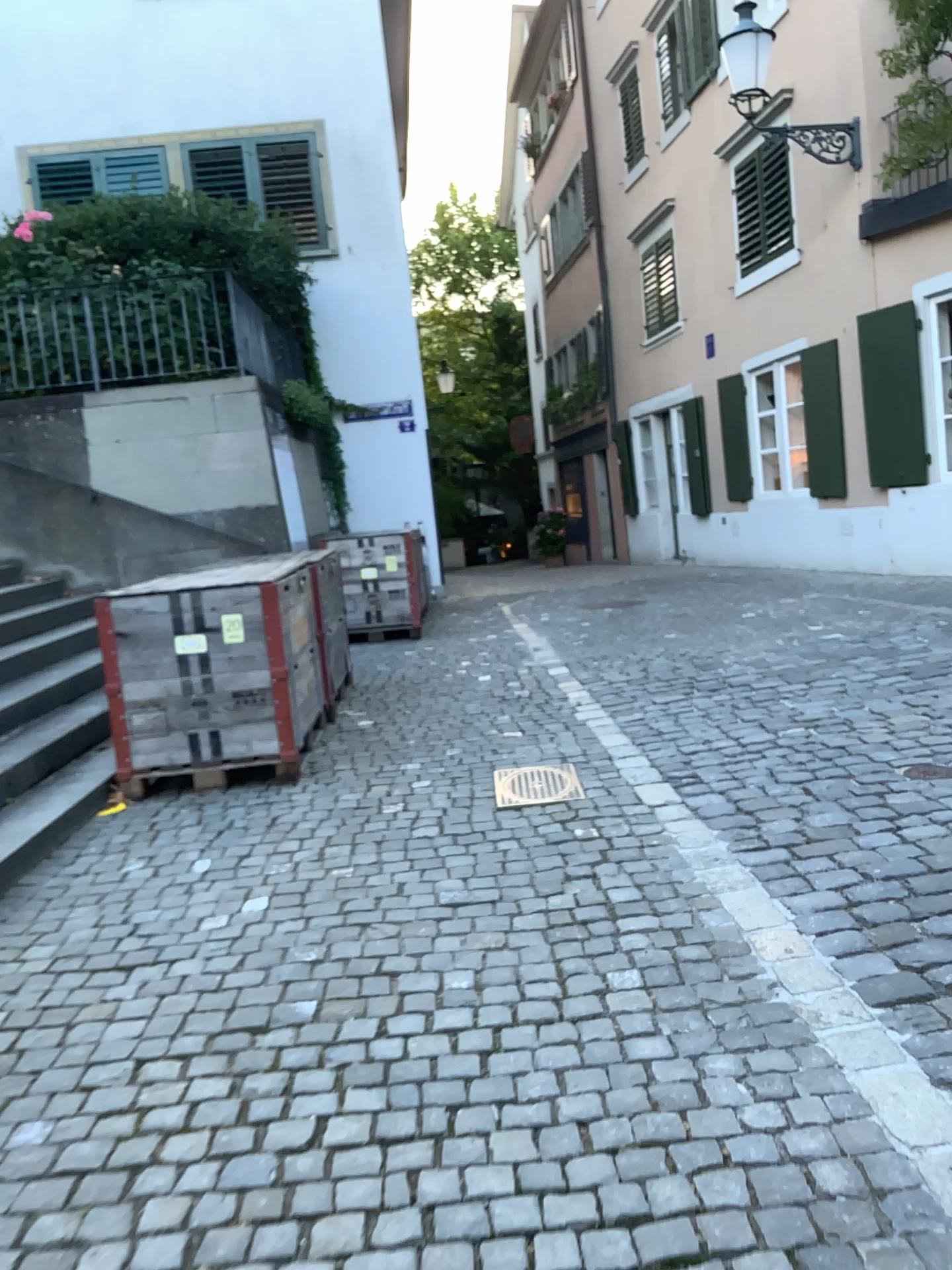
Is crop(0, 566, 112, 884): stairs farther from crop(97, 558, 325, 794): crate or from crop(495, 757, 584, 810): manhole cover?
crop(495, 757, 584, 810): manhole cover

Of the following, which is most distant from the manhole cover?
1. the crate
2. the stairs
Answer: the stairs

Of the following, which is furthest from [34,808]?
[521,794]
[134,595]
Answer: [521,794]

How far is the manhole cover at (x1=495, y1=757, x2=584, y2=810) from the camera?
4.3m

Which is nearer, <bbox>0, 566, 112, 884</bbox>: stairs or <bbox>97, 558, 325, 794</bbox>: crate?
<bbox>0, 566, 112, 884</bbox>: stairs

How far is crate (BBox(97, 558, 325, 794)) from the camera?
4.8m

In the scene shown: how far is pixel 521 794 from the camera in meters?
4.3

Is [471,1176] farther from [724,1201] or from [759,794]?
[759,794]

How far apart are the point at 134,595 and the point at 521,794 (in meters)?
1.97

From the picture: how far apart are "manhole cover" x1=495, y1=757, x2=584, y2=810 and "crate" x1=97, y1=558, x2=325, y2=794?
1.0 meters
